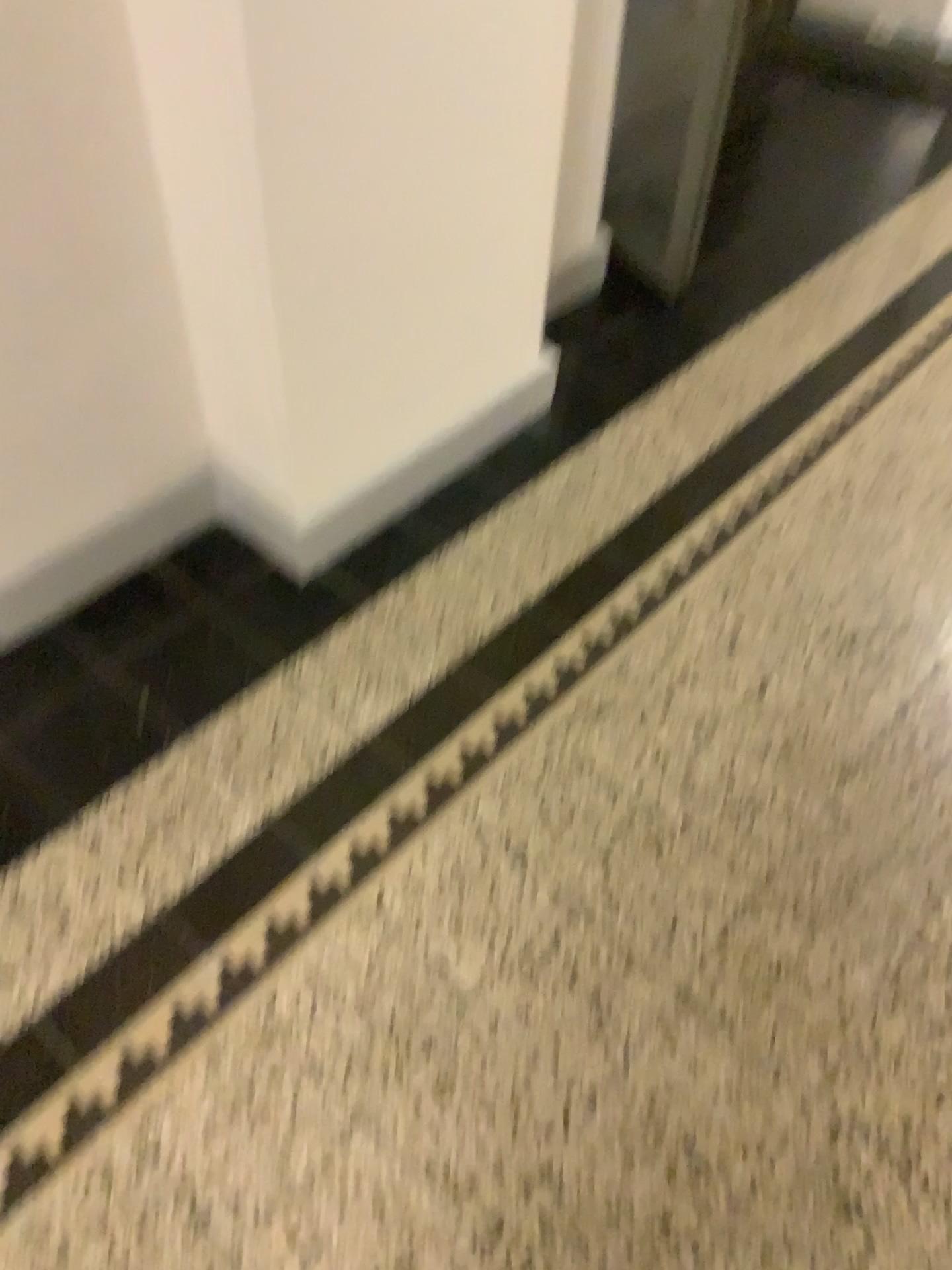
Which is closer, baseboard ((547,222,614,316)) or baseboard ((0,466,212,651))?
baseboard ((0,466,212,651))

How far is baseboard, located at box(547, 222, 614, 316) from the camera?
2.39m

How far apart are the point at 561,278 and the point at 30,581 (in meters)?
1.36

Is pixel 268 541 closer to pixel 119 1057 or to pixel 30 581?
pixel 30 581

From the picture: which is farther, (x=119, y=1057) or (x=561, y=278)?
(x=561, y=278)

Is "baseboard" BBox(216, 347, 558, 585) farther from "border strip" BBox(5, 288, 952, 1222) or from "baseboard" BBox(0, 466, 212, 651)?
"border strip" BBox(5, 288, 952, 1222)

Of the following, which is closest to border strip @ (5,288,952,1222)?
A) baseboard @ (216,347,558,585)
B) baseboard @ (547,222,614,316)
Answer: baseboard @ (216,347,558,585)

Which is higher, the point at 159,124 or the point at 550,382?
the point at 159,124

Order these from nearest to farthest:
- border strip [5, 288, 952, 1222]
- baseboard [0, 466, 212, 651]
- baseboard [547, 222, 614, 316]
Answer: border strip [5, 288, 952, 1222], baseboard [0, 466, 212, 651], baseboard [547, 222, 614, 316]

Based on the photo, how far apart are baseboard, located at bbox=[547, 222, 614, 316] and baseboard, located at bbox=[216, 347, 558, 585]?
0.3m
